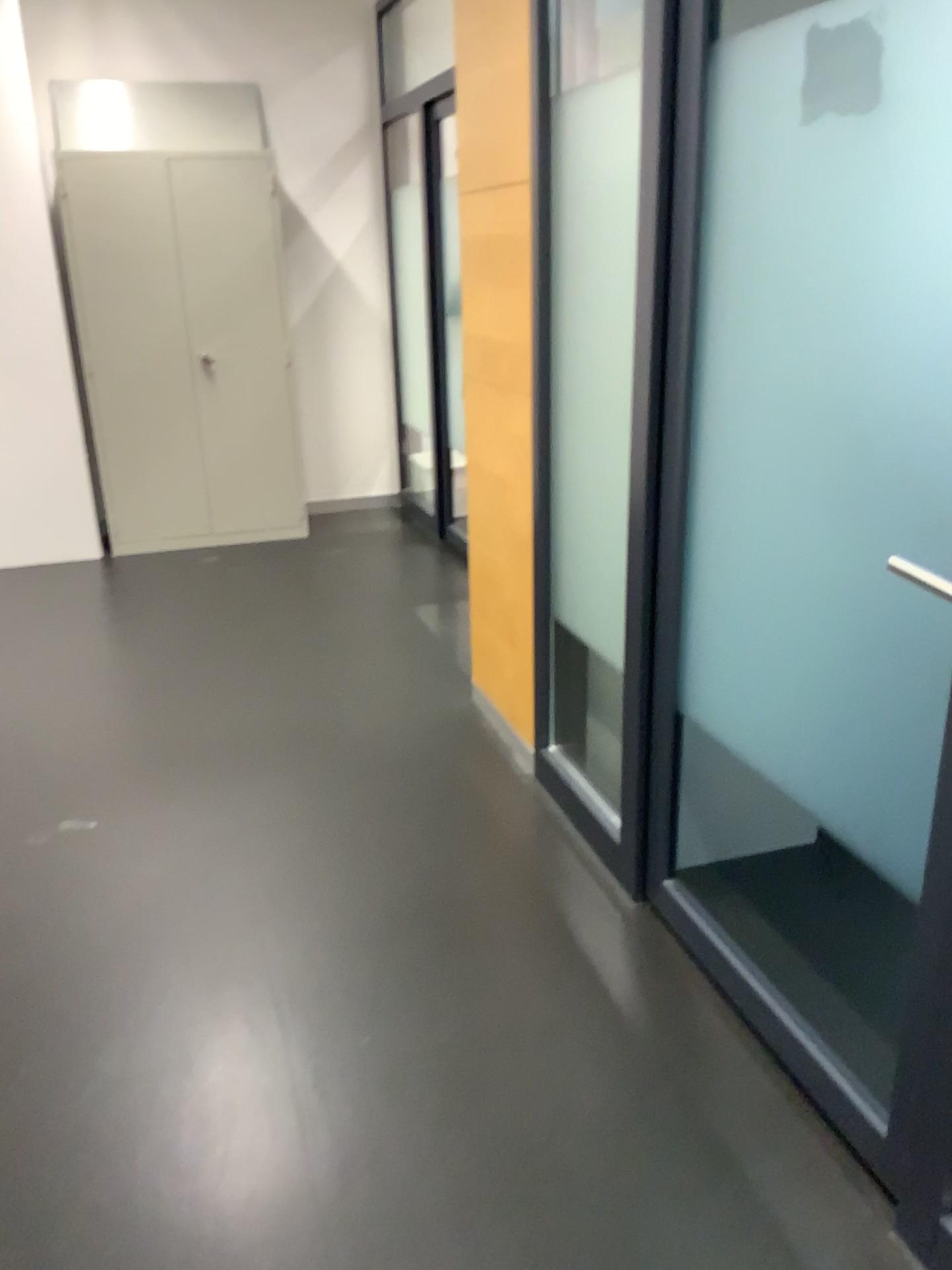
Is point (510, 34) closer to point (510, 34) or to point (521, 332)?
point (510, 34)

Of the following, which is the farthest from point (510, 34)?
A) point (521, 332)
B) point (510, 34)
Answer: point (521, 332)

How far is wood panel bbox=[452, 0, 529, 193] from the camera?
2.7m

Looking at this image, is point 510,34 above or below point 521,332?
above

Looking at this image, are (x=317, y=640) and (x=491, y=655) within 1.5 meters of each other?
yes
